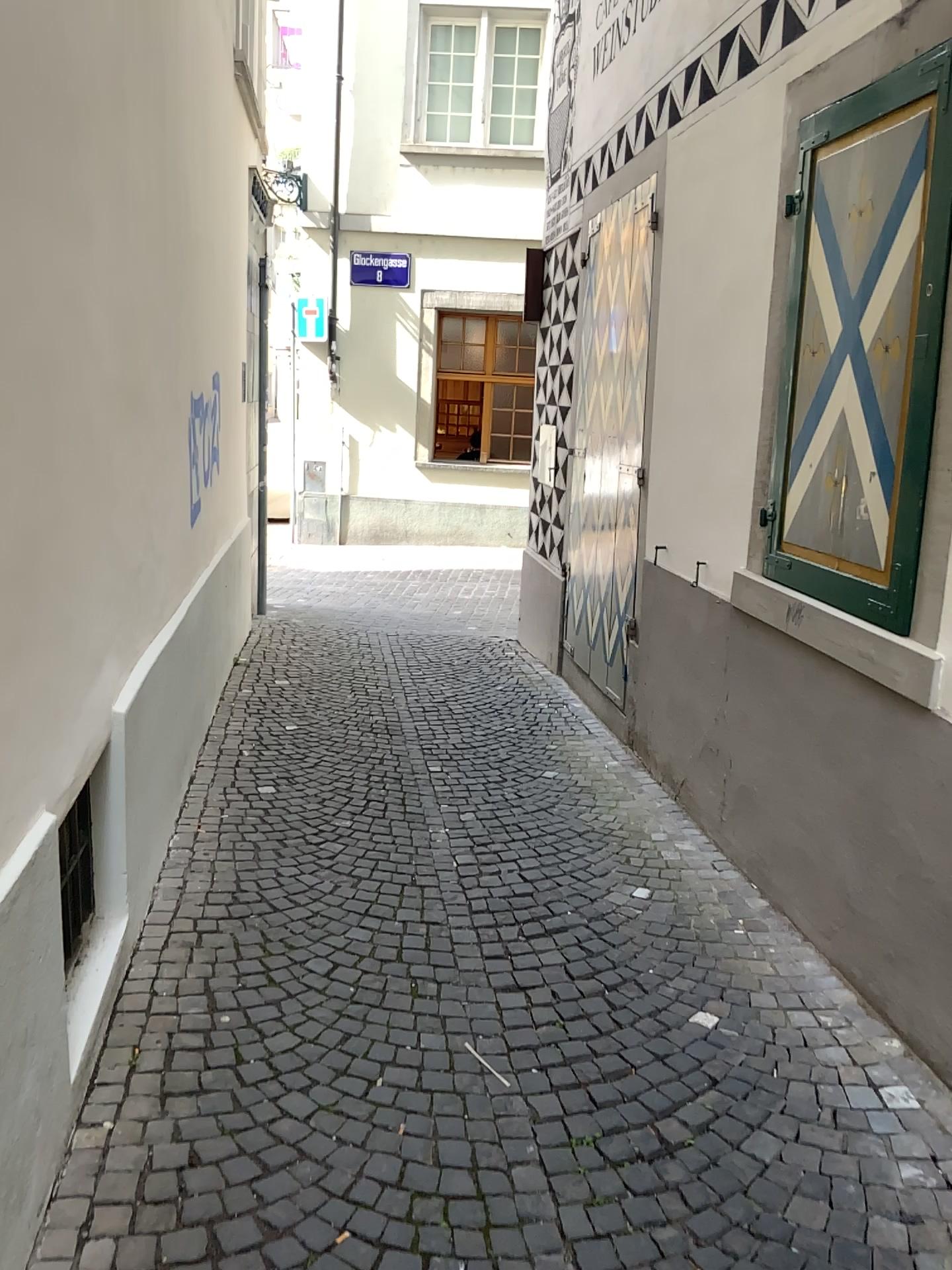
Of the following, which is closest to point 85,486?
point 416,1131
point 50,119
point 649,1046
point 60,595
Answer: point 60,595
